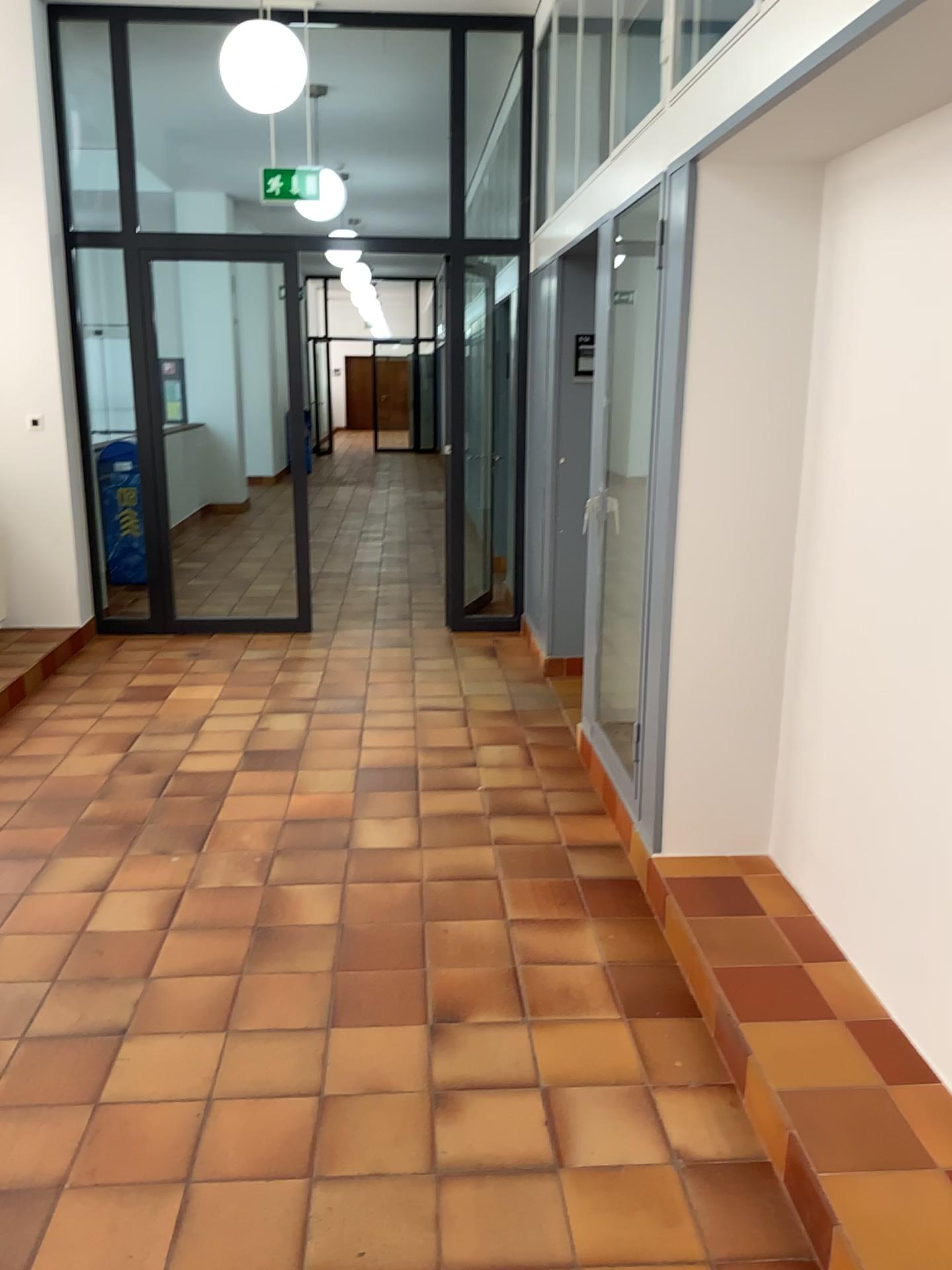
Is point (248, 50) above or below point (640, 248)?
above

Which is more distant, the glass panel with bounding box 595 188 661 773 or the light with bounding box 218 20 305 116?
the light with bounding box 218 20 305 116

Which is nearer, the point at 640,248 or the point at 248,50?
the point at 640,248

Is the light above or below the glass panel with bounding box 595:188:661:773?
above

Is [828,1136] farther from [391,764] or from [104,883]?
[391,764]
